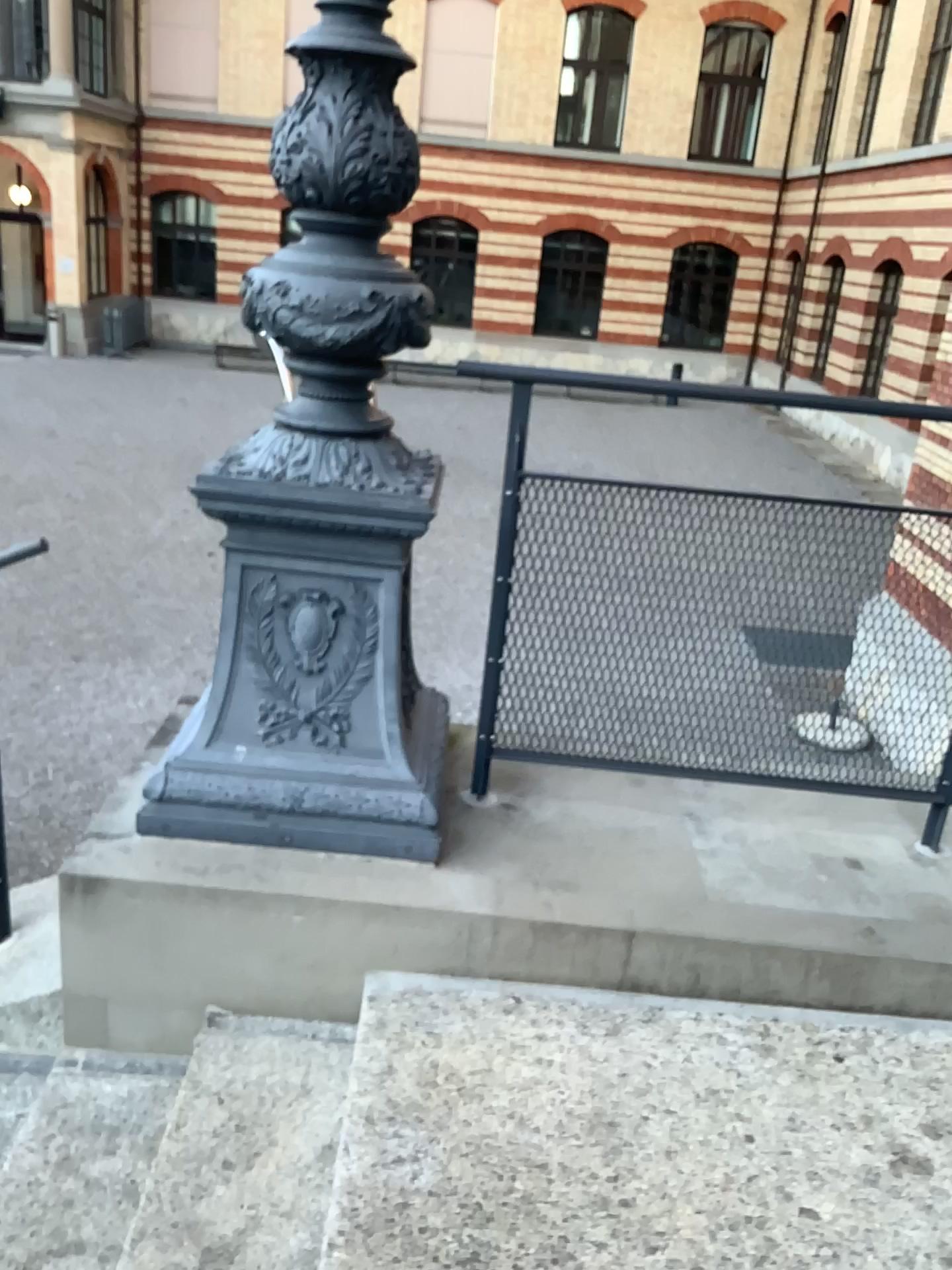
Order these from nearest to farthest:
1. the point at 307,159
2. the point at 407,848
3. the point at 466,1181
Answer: the point at 466,1181 → the point at 307,159 → the point at 407,848

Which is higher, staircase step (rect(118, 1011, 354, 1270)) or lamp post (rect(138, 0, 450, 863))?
lamp post (rect(138, 0, 450, 863))

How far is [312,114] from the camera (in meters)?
1.99

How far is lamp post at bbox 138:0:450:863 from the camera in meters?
2.0 m

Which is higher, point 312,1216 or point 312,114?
point 312,114
